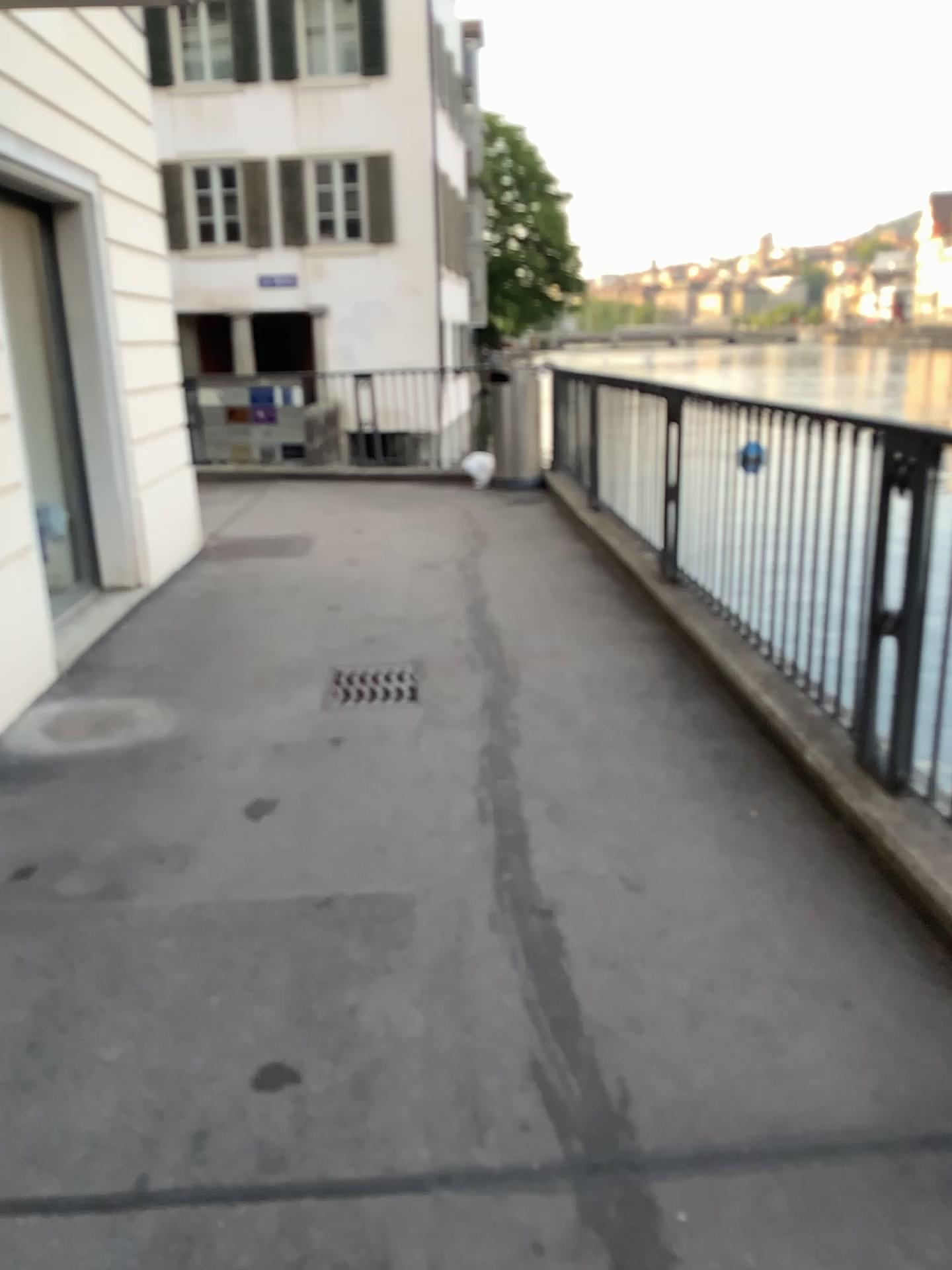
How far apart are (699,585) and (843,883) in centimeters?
236cm

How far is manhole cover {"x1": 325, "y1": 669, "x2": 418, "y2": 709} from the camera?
4.3 meters

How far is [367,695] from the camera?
4.30m
